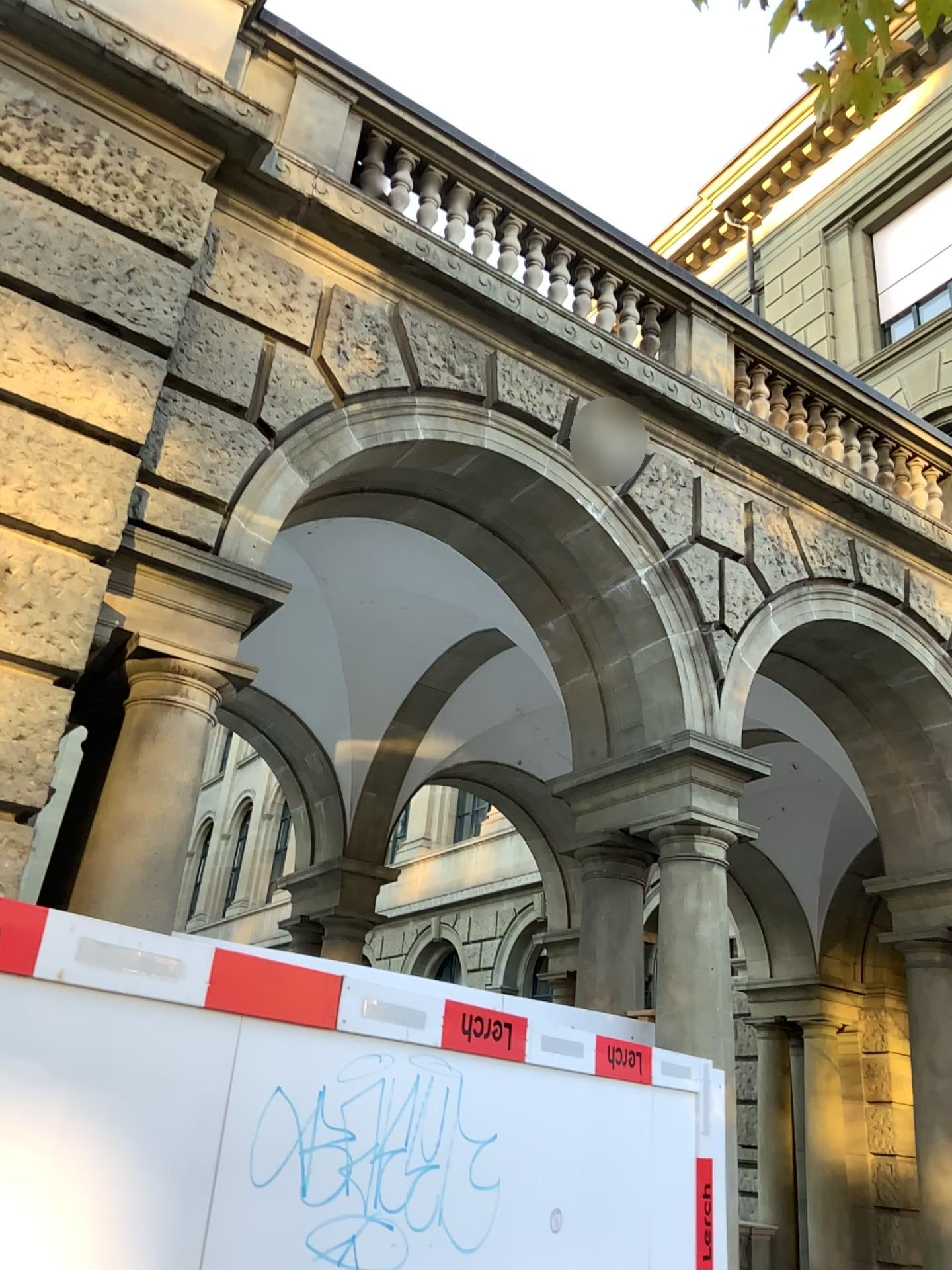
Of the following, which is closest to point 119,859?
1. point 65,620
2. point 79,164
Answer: point 65,620
